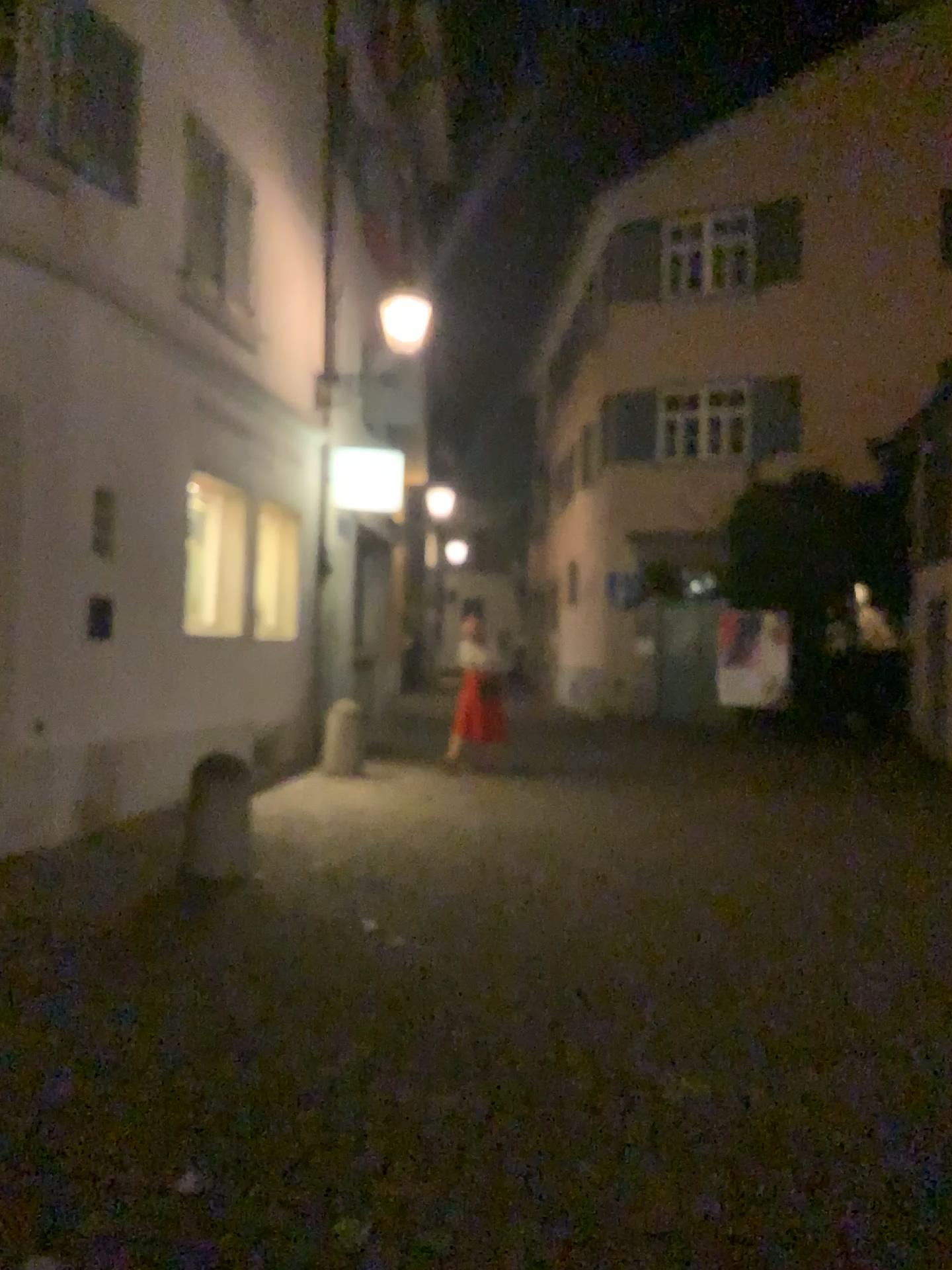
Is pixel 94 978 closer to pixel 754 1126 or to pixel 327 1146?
pixel 327 1146
